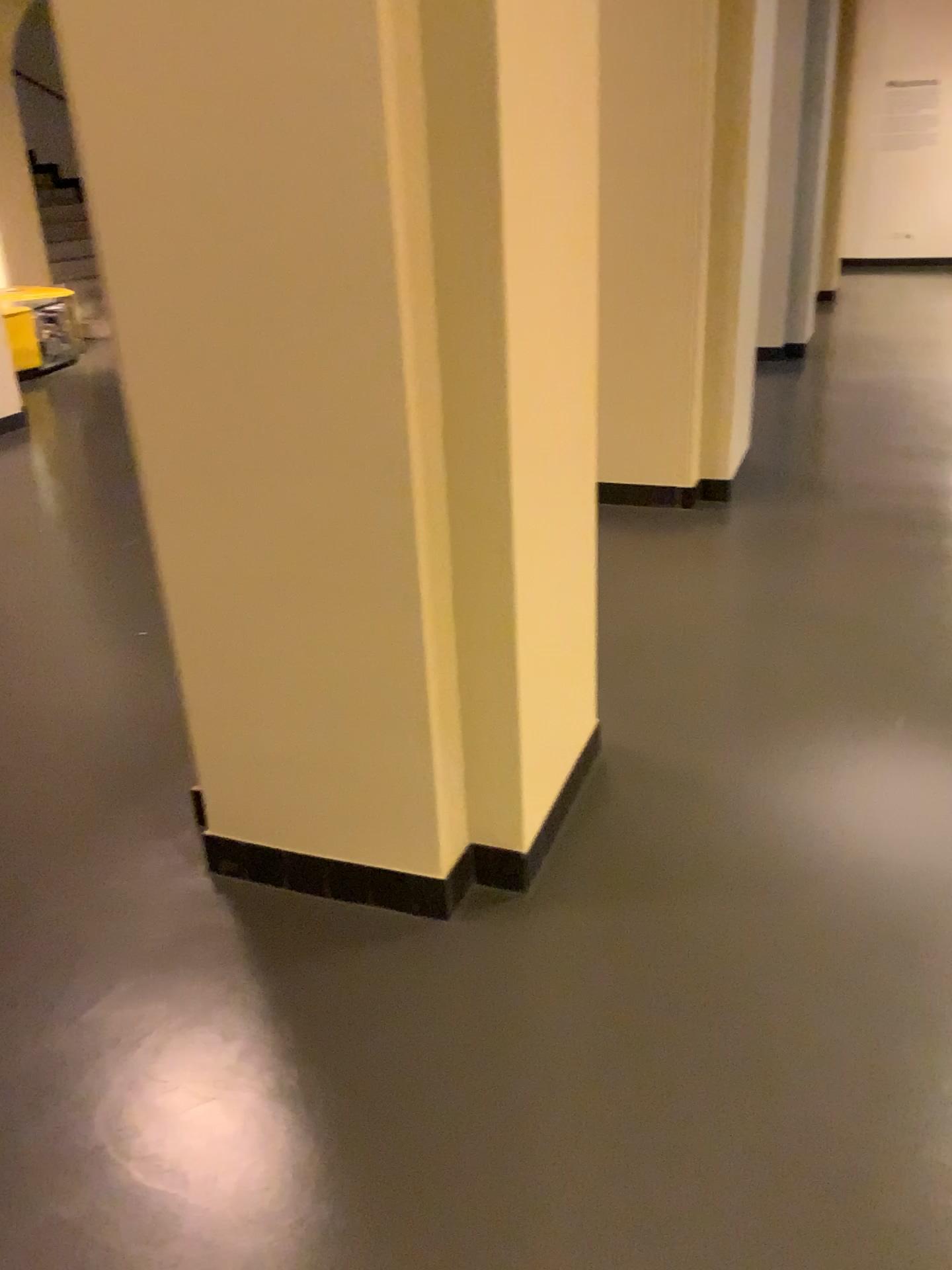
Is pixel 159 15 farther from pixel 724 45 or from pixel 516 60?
pixel 724 45

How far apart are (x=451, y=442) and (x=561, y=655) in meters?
0.6

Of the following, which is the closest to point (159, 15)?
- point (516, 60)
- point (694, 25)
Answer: point (516, 60)

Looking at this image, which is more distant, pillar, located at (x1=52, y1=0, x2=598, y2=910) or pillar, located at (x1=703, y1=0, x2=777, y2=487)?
pillar, located at (x1=703, y1=0, x2=777, y2=487)

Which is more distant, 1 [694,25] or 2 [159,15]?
1 [694,25]

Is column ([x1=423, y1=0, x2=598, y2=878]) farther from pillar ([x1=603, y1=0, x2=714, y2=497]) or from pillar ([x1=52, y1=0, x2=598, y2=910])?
pillar ([x1=603, y1=0, x2=714, y2=497])

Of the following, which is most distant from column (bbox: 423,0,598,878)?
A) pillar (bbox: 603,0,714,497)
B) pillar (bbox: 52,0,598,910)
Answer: pillar (bbox: 603,0,714,497)

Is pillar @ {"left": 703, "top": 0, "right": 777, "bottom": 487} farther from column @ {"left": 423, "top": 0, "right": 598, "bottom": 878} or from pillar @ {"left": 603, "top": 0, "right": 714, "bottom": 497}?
column @ {"left": 423, "top": 0, "right": 598, "bottom": 878}

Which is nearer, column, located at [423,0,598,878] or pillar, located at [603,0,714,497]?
column, located at [423,0,598,878]
